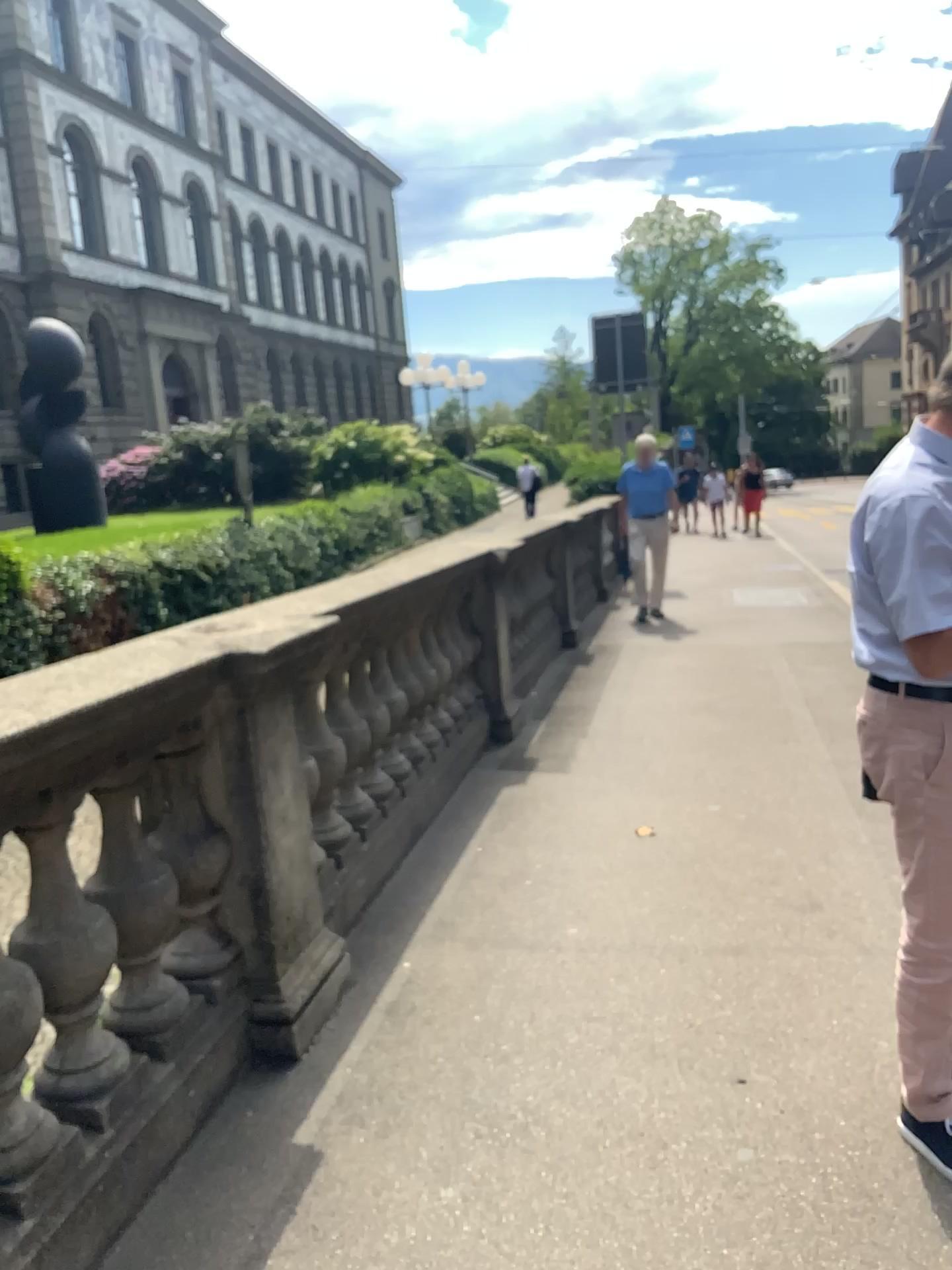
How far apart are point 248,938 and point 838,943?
1.72m
